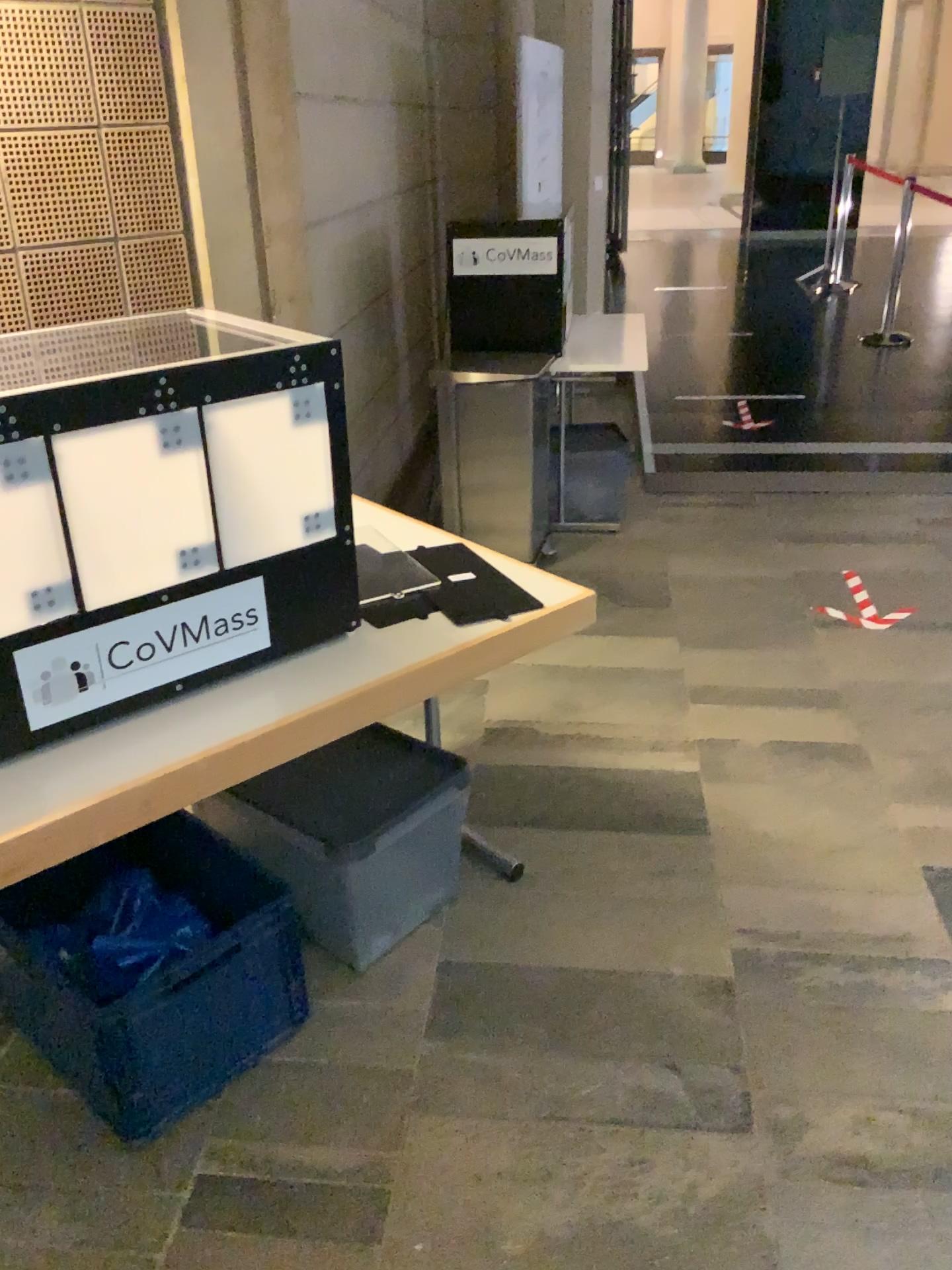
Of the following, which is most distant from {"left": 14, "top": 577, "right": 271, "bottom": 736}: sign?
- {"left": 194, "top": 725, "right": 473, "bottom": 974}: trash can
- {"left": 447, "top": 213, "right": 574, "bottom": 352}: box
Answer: {"left": 447, "top": 213, "right": 574, "bottom": 352}: box

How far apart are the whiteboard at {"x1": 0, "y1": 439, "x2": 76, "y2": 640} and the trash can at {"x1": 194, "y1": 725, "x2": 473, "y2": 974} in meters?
0.7

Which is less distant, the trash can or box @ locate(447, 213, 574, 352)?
the trash can

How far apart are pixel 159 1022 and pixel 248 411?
1.0m

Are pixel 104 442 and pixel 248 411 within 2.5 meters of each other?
yes

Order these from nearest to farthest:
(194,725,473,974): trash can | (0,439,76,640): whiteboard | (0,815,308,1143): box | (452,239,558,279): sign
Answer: (0,439,76,640): whiteboard
(0,815,308,1143): box
(194,725,473,974): trash can
(452,239,558,279): sign

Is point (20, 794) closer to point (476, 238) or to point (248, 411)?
point (248, 411)

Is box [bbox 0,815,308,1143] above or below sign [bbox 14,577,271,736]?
below

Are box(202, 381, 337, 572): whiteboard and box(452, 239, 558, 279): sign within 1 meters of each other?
no

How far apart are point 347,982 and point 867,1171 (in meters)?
1.00
